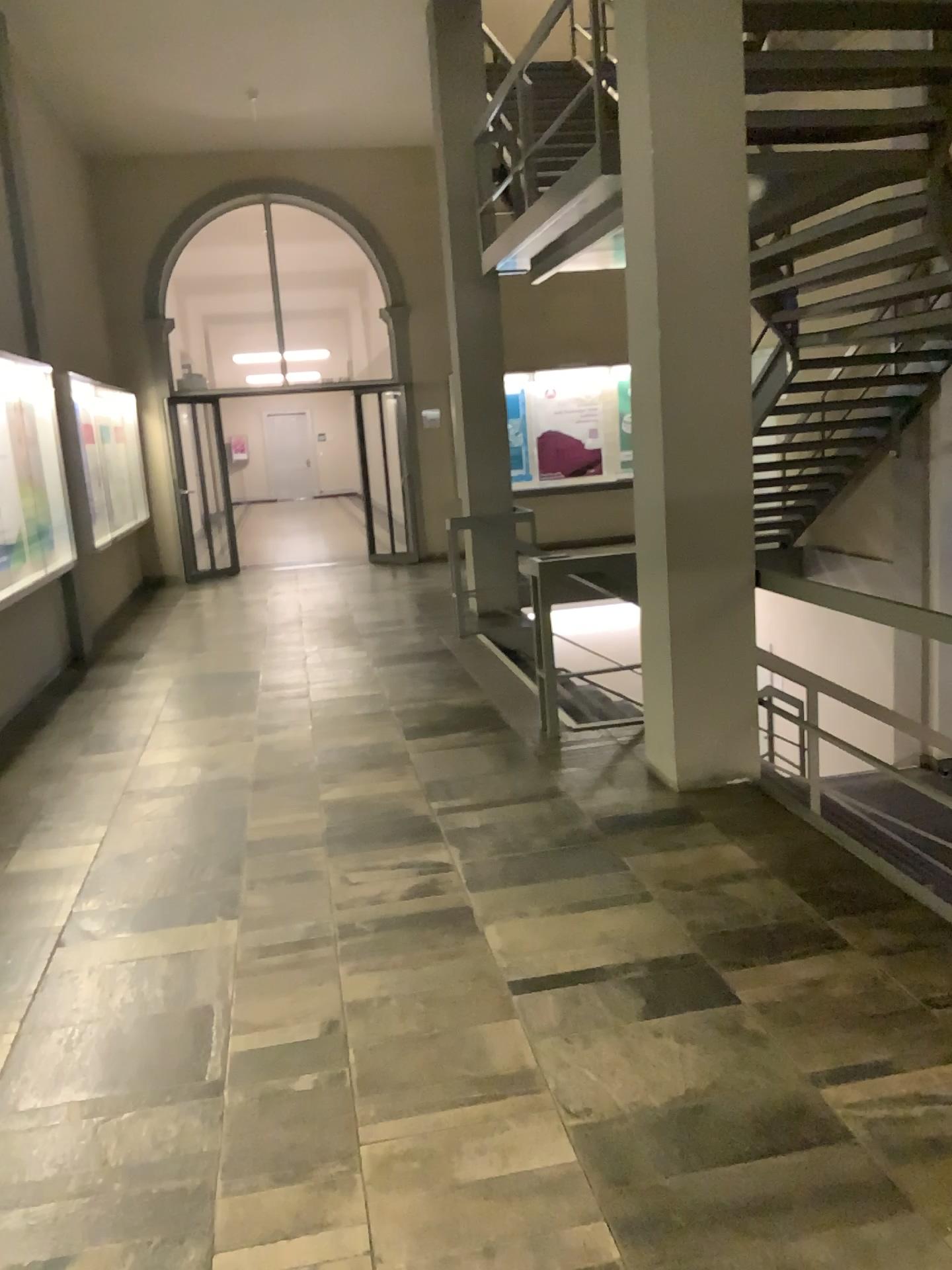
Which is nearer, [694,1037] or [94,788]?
[694,1037]
